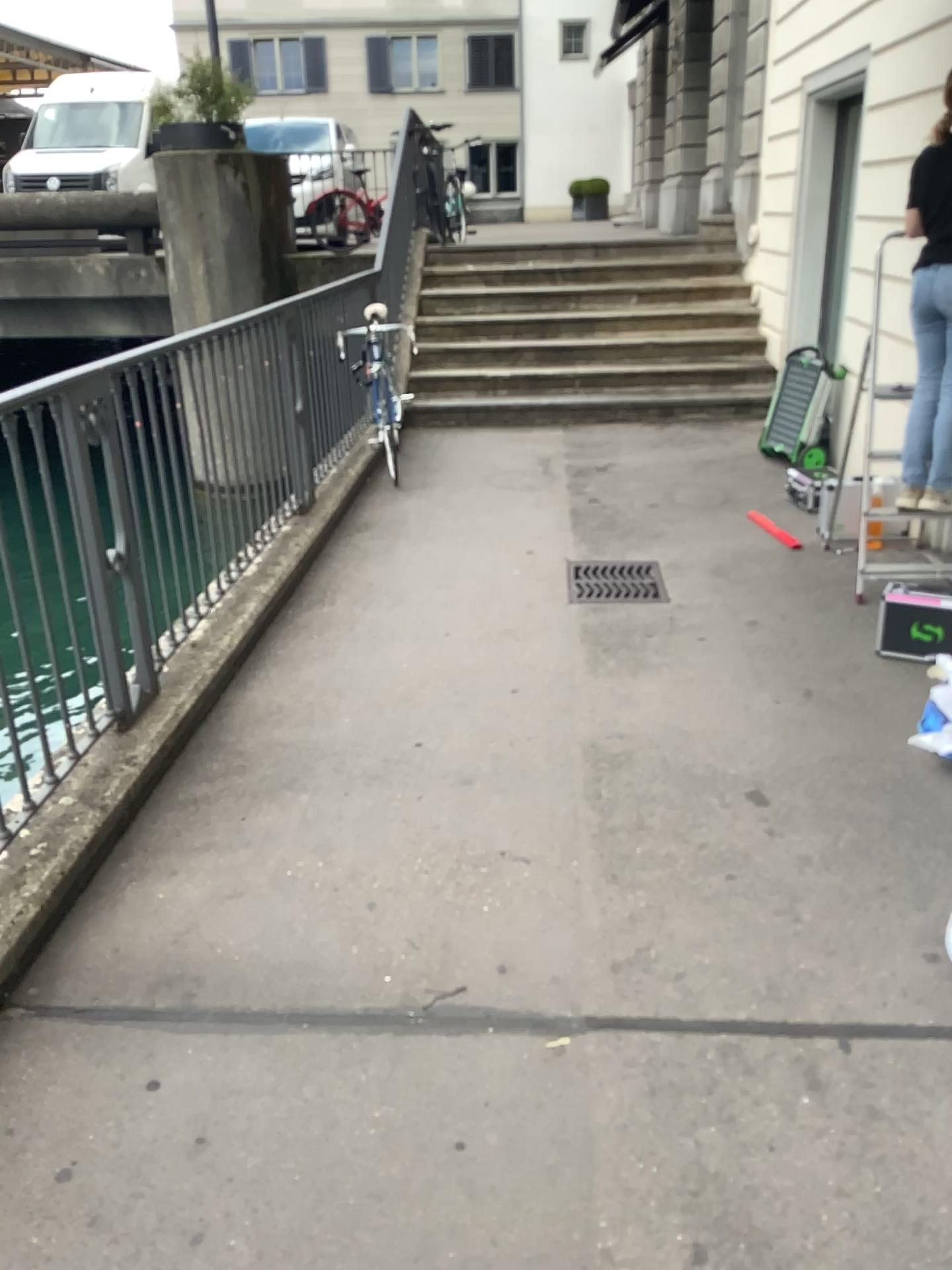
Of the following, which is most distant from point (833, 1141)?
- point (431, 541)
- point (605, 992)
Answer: point (431, 541)
